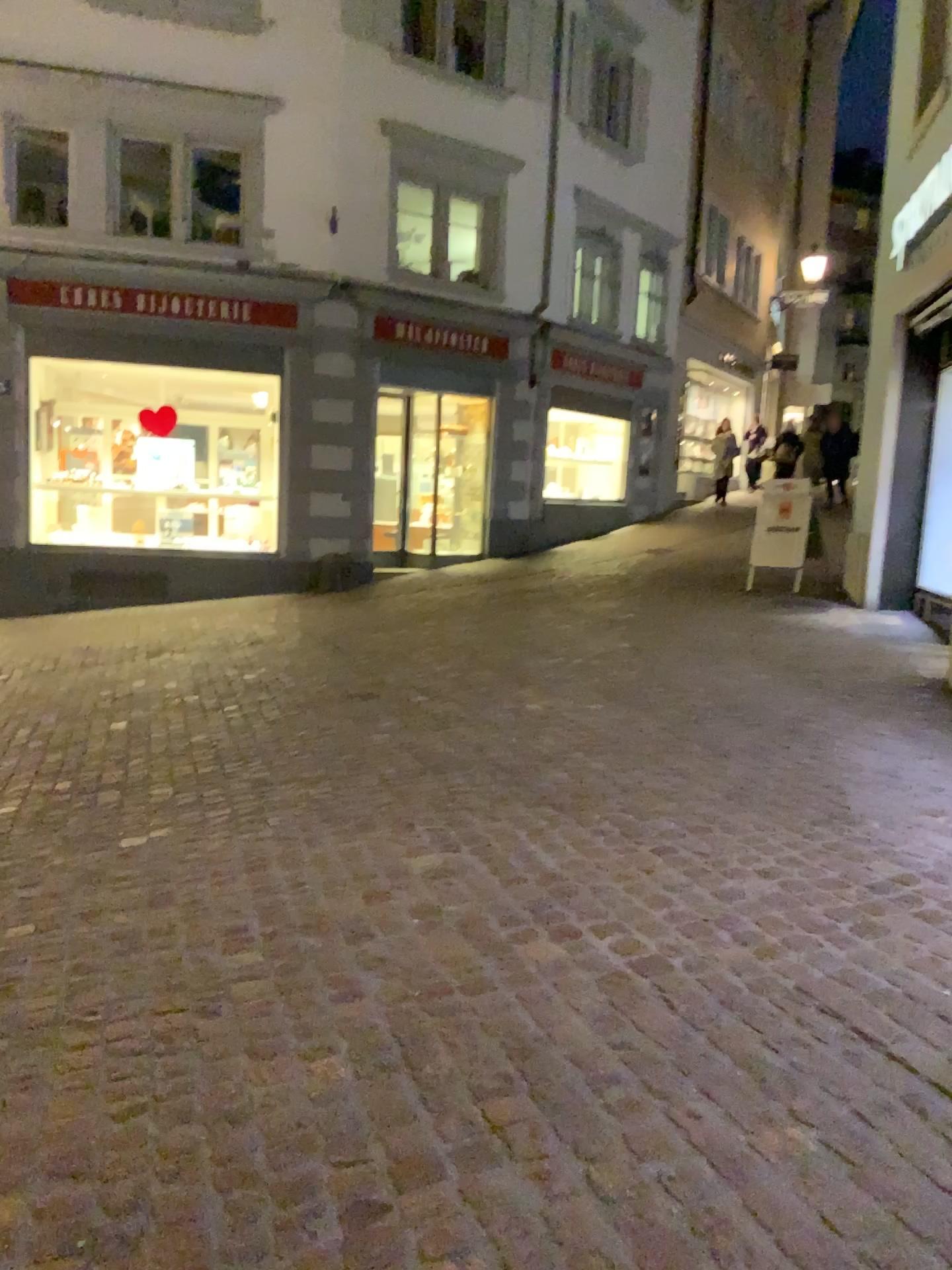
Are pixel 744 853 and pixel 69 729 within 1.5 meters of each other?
no
